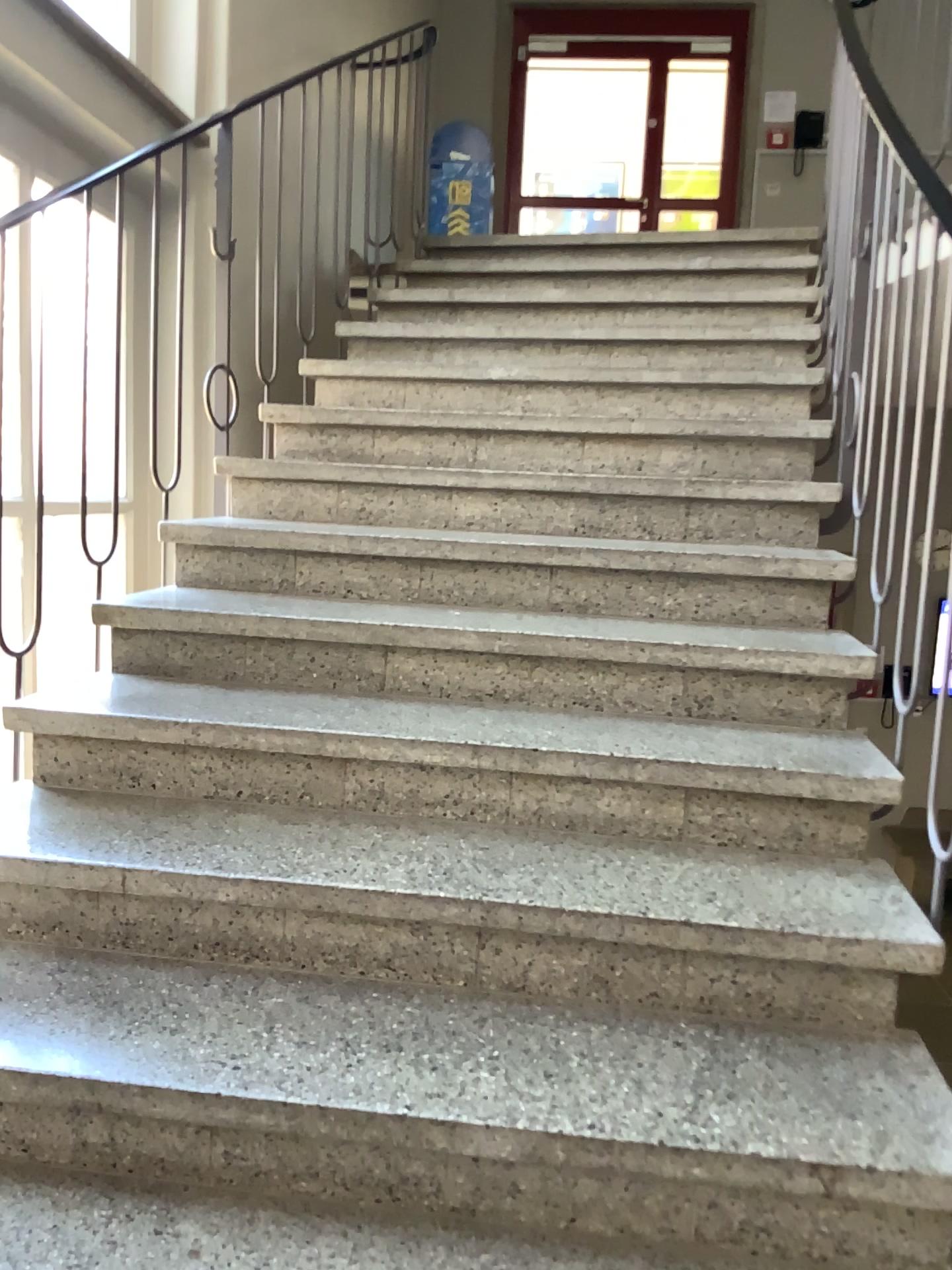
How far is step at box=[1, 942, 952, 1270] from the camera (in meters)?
1.26

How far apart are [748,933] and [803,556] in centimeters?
108cm

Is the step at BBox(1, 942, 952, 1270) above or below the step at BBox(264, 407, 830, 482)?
below

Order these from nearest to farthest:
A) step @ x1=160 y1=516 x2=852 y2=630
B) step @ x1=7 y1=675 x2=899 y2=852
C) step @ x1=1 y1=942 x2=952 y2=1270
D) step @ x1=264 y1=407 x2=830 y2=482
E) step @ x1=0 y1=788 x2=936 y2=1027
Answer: step @ x1=1 y1=942 x2=952 y2=1270 → step @ x1=0 y1=788 x2=936 y2=1027 → step @ x1=7 y1=675 x2=899 y2=852 → step @ x1=160 y1=516 x2=852 y2=630 → step @ x1=264 y1=407 x2=830 y2=482

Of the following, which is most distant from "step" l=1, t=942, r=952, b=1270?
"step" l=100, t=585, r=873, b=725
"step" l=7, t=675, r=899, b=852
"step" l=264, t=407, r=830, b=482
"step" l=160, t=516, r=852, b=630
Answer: "step" l=264, t=407, r=830, b=482

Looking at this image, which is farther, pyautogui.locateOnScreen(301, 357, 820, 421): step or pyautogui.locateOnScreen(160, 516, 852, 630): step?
pyautogui.locateOnScreen(301, 357, 820, 421): step

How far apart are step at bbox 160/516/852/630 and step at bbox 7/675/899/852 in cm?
33

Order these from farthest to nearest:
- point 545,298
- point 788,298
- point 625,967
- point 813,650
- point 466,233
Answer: point 466,233
point 545,298
point 788,298
point 813,650
point 625,967

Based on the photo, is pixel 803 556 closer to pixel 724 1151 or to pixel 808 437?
pixel 808 437

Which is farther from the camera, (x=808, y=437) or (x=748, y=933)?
(x=808, y=437)
